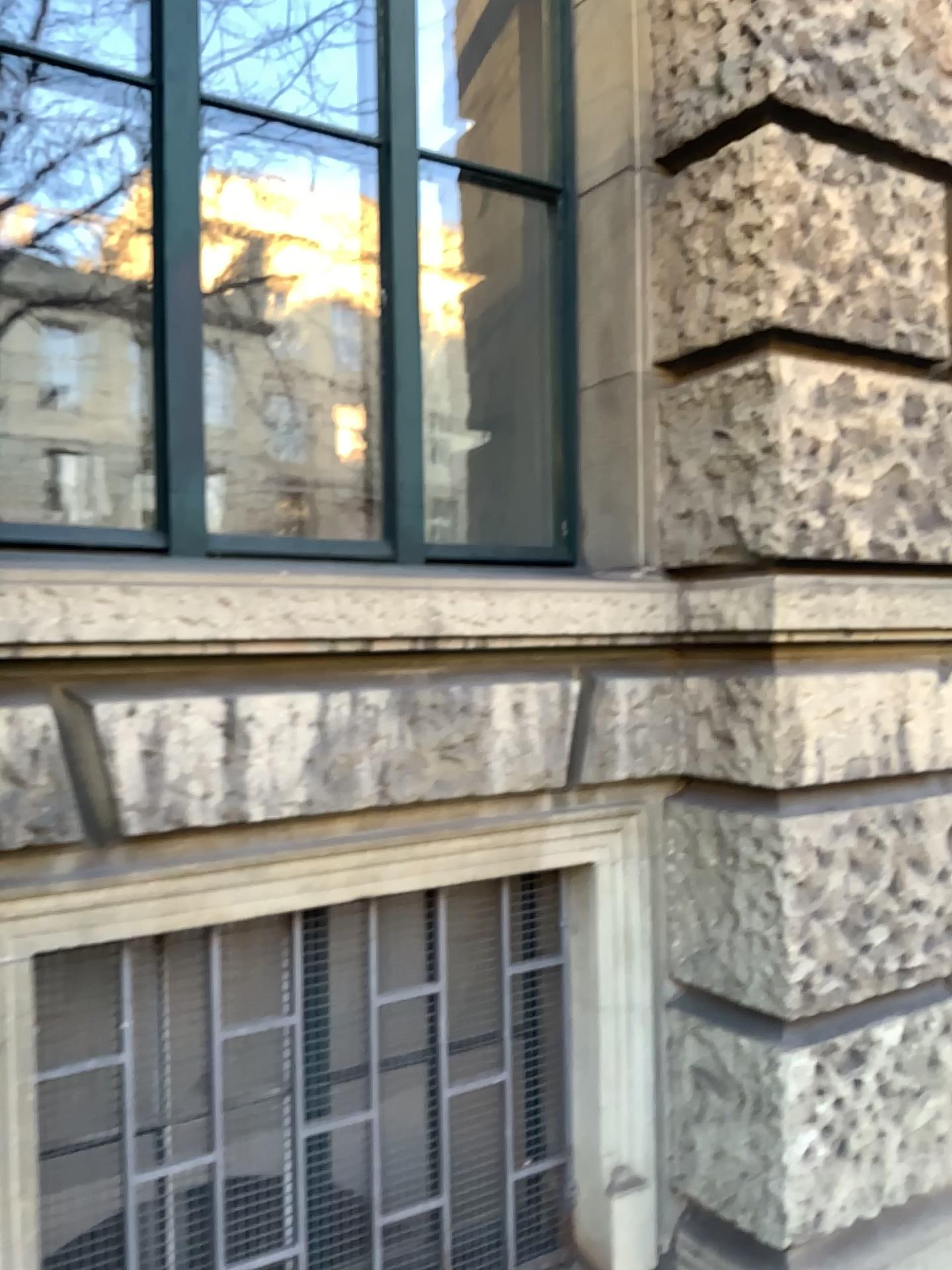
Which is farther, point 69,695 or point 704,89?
point 704,89
